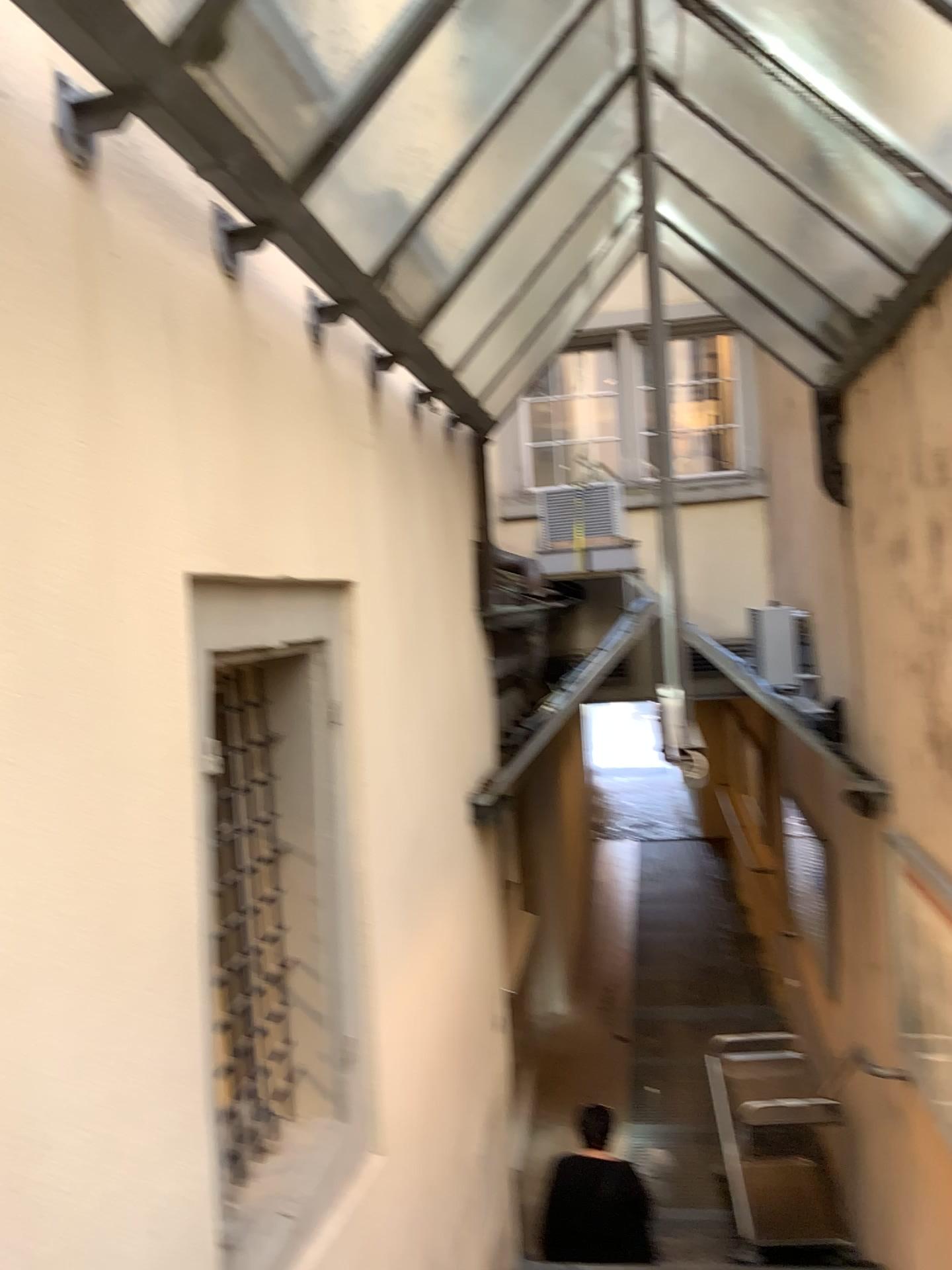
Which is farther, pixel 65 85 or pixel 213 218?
pixel 213 218

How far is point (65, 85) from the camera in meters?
1.6 m

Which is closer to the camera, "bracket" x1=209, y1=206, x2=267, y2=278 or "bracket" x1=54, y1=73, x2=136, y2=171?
"bracket" x1=54, y1=73, x2=136, y2=171

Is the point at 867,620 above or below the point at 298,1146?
above

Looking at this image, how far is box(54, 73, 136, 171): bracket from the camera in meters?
1.6 m
